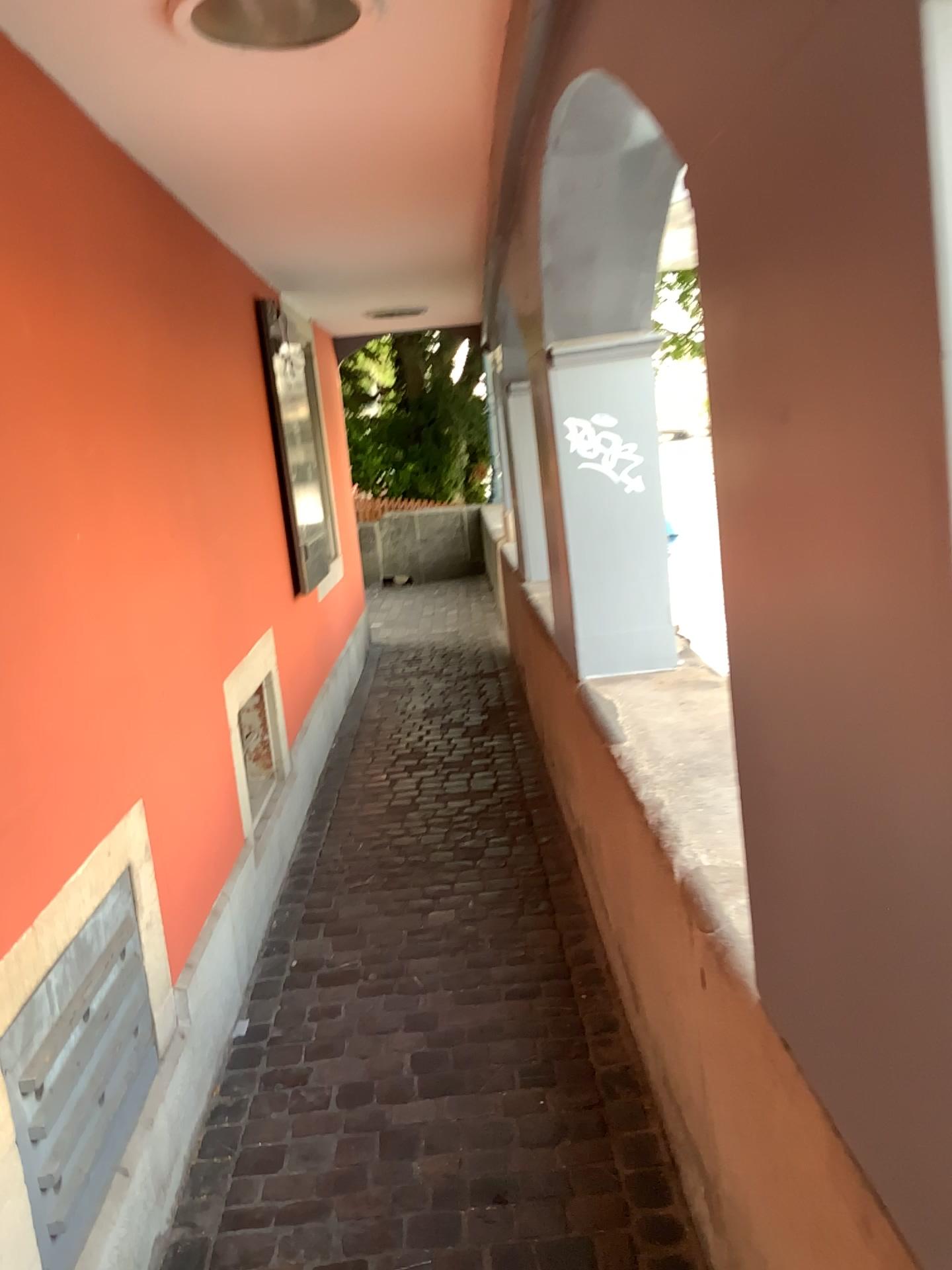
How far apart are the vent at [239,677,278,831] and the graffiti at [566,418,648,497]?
1.38m

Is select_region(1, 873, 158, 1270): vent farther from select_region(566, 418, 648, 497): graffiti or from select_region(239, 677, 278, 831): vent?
select_region(566, 418, 648, 497): graffiti

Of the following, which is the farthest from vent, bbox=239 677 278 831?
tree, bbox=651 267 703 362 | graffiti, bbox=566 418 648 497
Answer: tree, bbox=651 267 703 362

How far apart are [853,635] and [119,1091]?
1.64m

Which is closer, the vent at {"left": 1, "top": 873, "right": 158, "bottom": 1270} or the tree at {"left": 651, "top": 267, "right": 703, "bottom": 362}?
the vent at {"left": 1, "top": 873, "right": 158, "bottom": 1270}

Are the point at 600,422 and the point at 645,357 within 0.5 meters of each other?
yes

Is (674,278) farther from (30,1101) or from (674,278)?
(30,1101)

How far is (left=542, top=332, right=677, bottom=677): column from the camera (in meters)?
2.83

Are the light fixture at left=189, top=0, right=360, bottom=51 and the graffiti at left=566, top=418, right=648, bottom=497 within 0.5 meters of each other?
no

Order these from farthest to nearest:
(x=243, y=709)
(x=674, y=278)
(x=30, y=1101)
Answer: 1. (x=243, y=709)
2. (x=674, y=278)
3. (x=30, y=1101)
